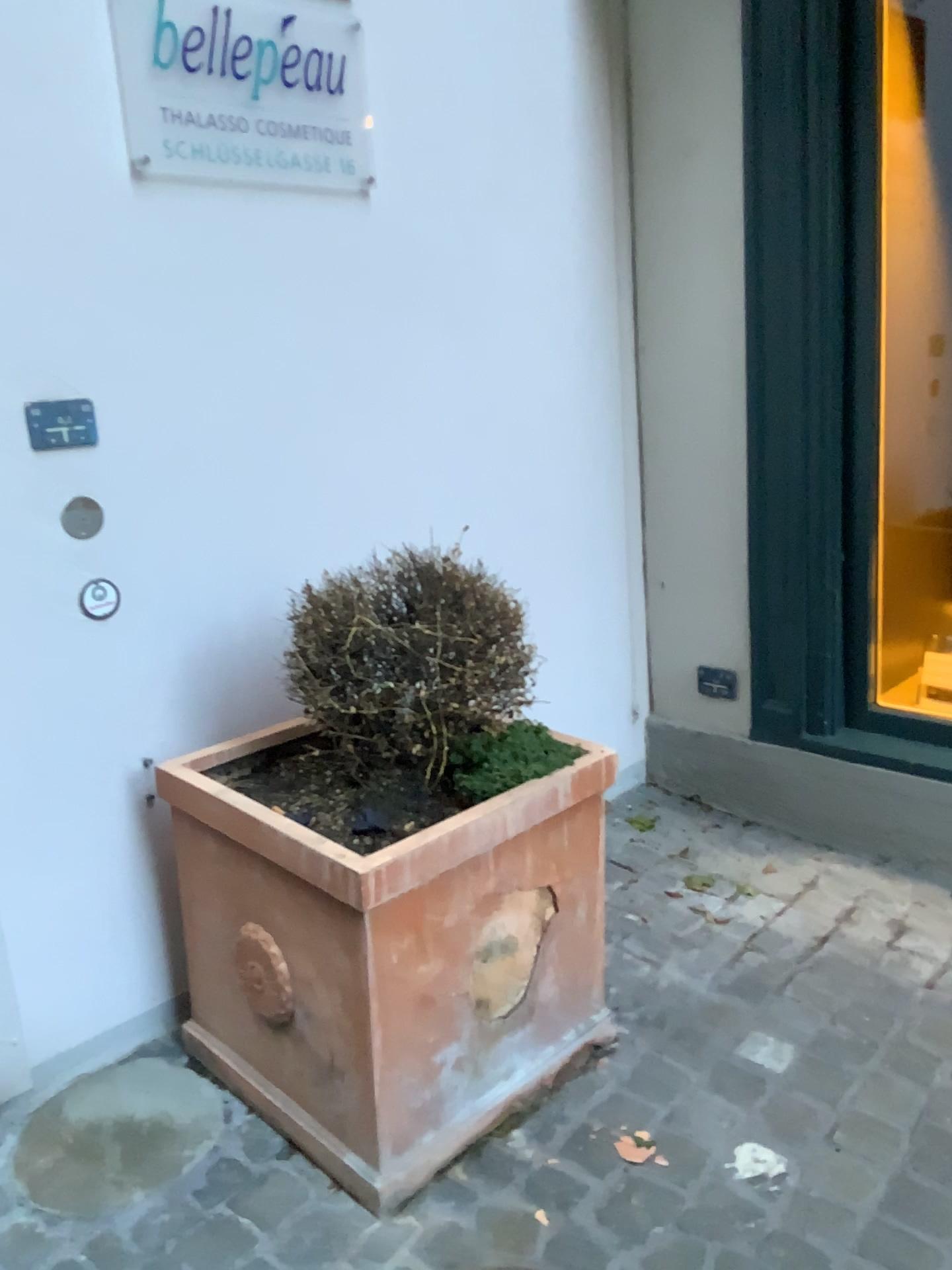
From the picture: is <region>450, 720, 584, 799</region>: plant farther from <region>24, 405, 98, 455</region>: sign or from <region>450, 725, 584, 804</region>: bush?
<region>24, 405, 98, 455</region>: sign

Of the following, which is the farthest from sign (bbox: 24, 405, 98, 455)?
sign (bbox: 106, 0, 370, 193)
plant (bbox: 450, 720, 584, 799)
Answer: plant (bbox: 450, 720, 584, 799)

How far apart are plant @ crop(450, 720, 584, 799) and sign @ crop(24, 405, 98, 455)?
0.79m

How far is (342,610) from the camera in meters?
1.6

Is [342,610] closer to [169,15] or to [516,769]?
[516,769]

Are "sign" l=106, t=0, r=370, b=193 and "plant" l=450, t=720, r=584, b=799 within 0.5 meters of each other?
no

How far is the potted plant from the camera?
1.5m

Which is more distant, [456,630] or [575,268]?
[575,268]

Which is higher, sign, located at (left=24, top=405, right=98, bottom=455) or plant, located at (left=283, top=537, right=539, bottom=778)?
sign, located at (left=24, top=405, right=98, bottom=455)

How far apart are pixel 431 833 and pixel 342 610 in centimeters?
36cm
